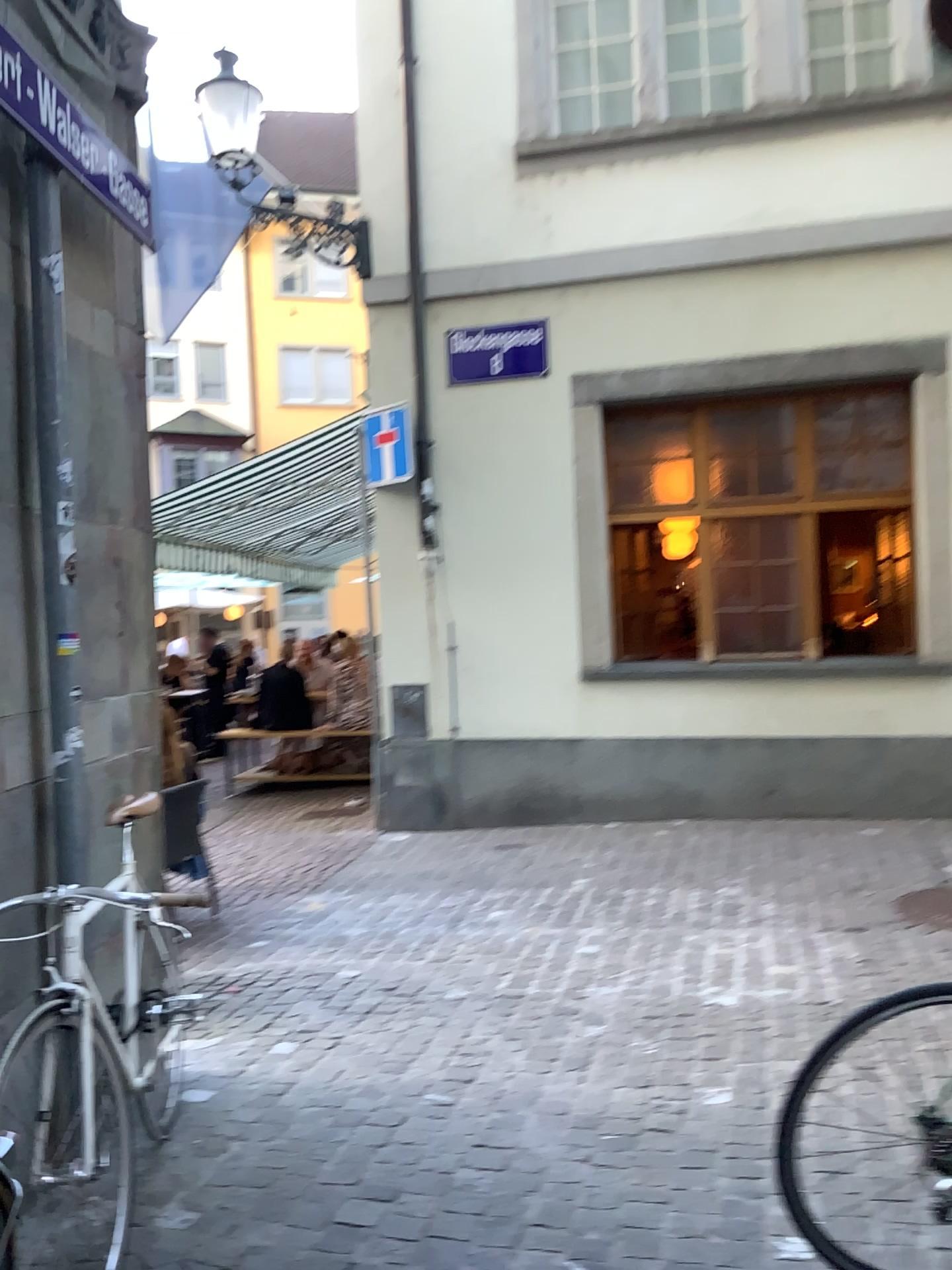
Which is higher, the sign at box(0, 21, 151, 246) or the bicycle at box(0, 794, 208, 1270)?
the sign at box(0, 21, 151, 246)

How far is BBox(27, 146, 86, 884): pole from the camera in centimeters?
273cm

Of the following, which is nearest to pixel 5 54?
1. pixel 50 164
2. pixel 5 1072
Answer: pixel 50 164

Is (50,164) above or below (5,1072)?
above

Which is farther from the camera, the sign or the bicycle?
the sign

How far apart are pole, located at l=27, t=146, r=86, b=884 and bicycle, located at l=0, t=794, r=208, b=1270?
0.4m

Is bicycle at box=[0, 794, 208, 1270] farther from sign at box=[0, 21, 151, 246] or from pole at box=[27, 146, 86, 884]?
sign at box=[0, 21, 151, 246]

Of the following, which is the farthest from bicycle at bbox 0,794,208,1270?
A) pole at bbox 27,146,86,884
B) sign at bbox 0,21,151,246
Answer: sign at bbox 0,21,151,246

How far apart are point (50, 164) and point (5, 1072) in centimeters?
218cm

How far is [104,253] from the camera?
3.2m
